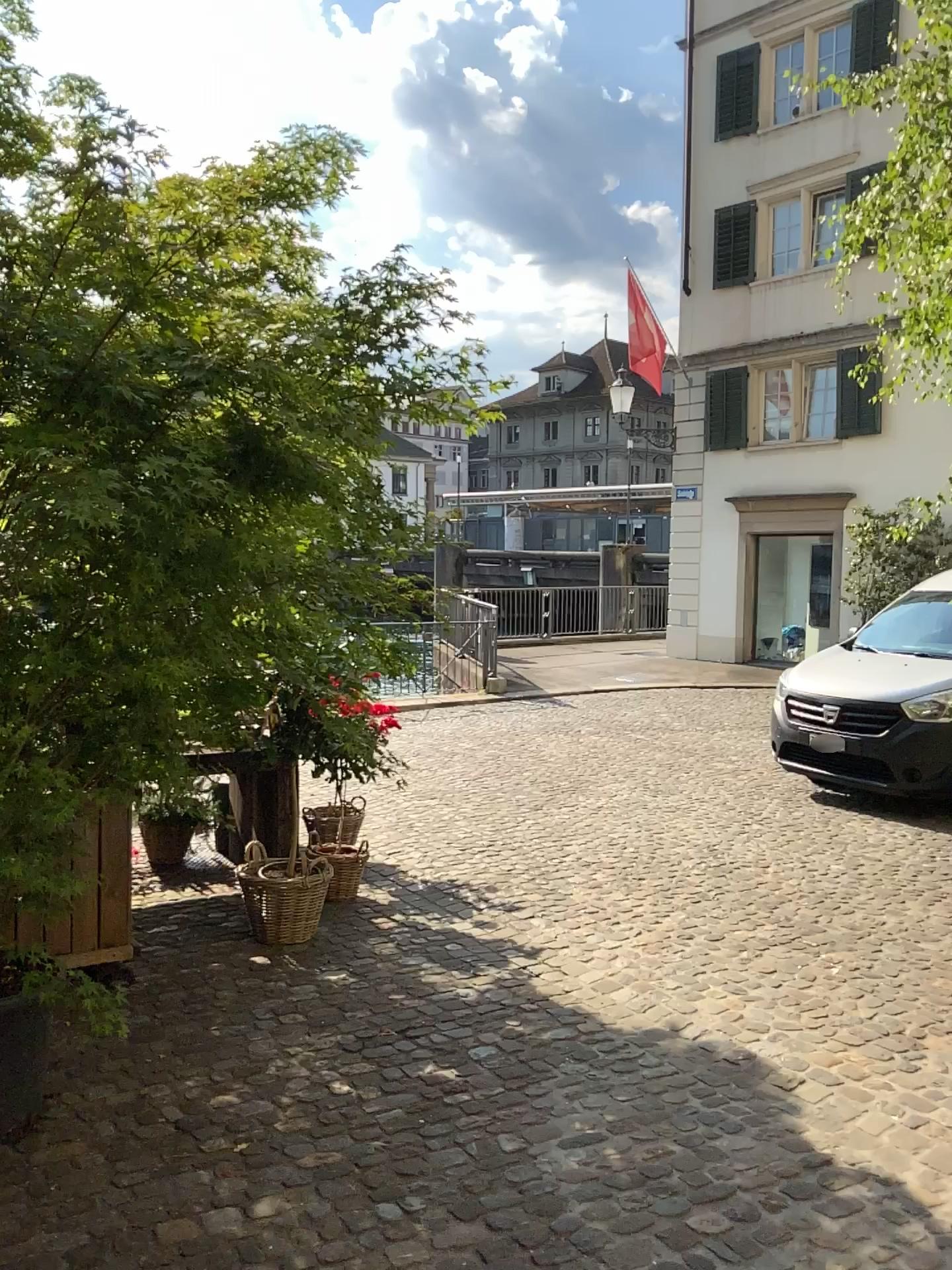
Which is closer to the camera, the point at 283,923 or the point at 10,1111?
the point at 10,1111

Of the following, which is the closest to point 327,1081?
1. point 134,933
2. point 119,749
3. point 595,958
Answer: point 119,749

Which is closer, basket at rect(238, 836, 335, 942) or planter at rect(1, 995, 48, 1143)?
planter at rect(1, 995, 48, 1143)
